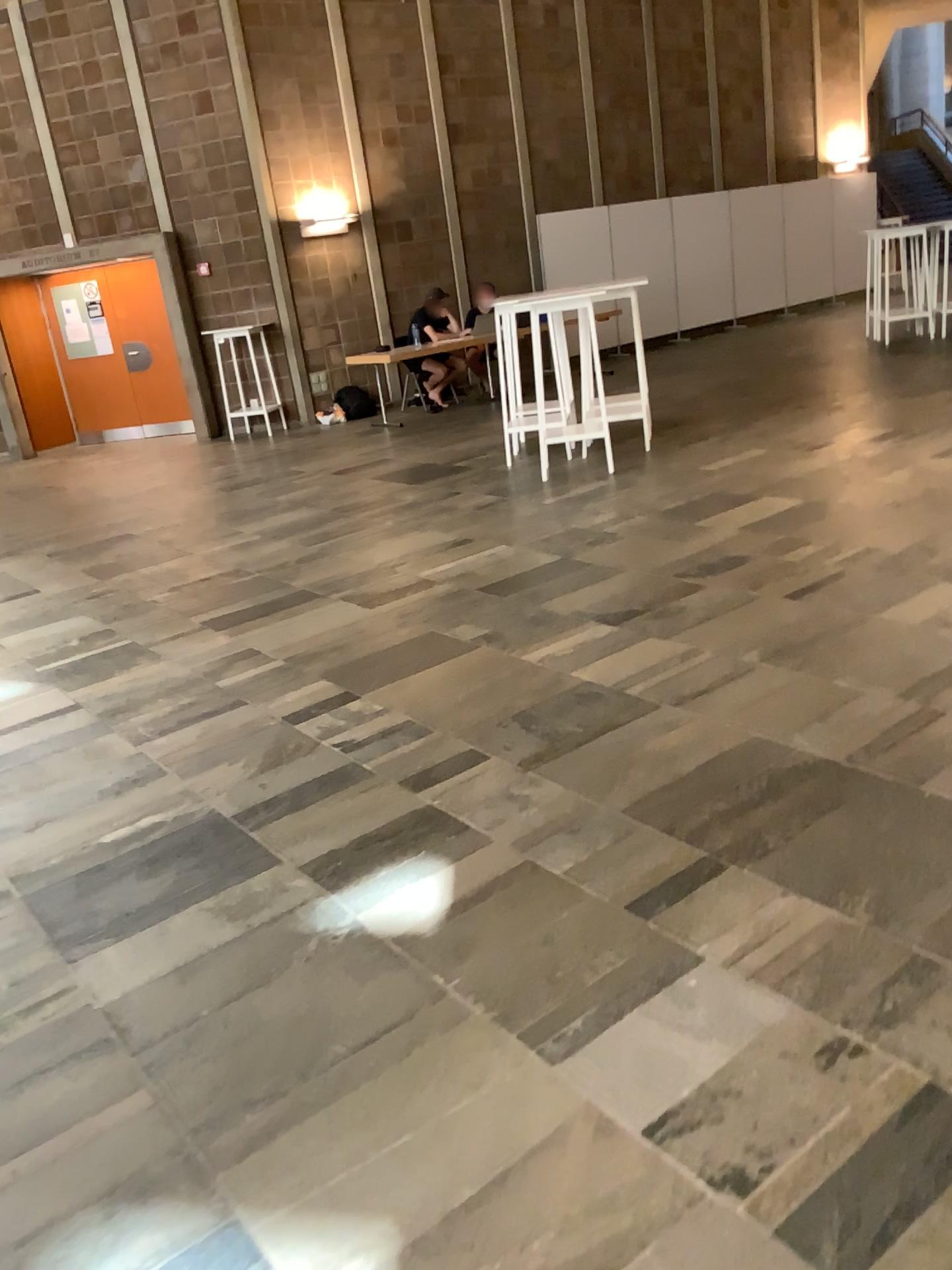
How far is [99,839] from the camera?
3.14m
